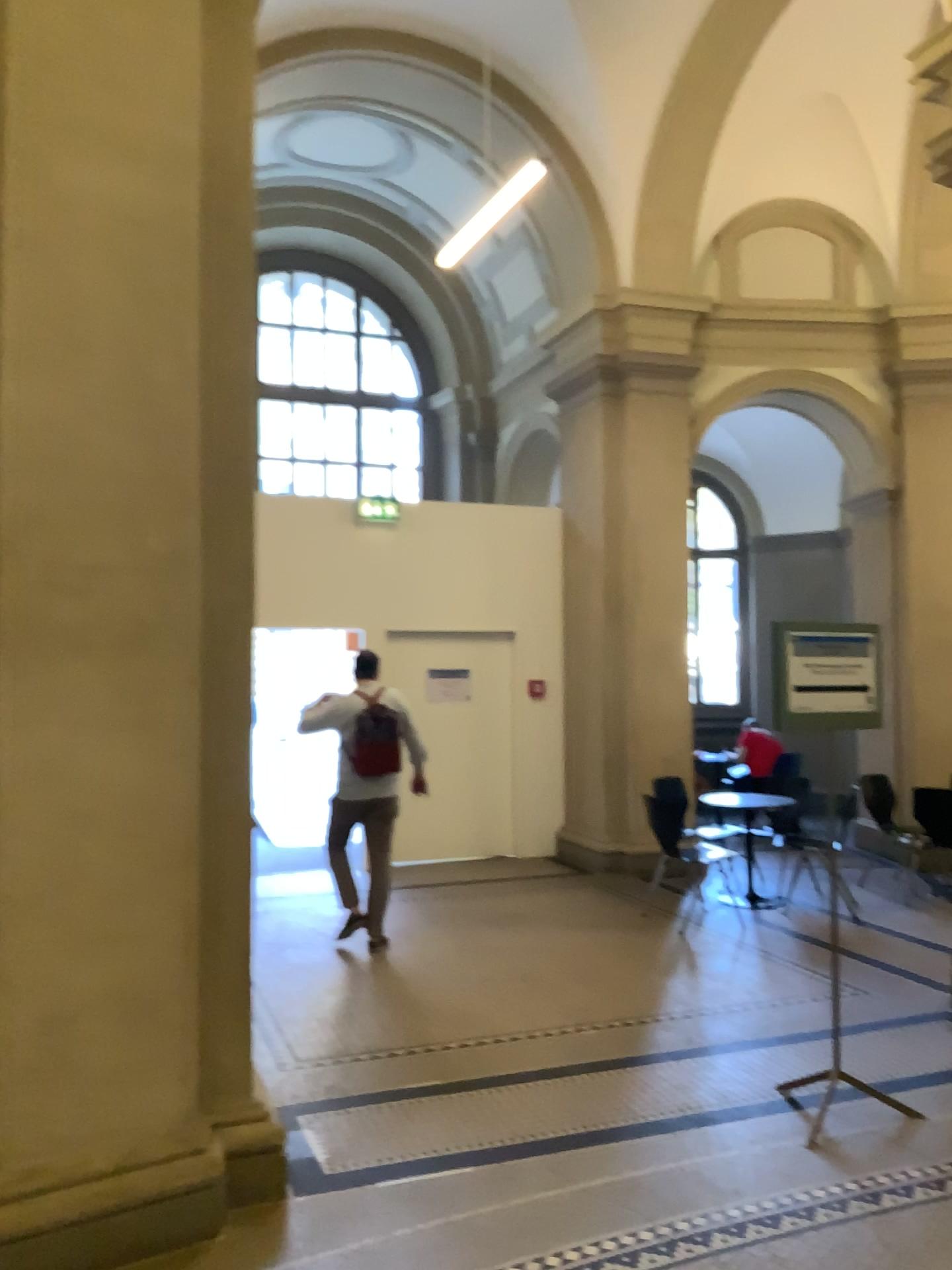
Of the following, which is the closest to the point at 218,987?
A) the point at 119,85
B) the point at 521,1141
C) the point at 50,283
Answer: the point at 521,1141
